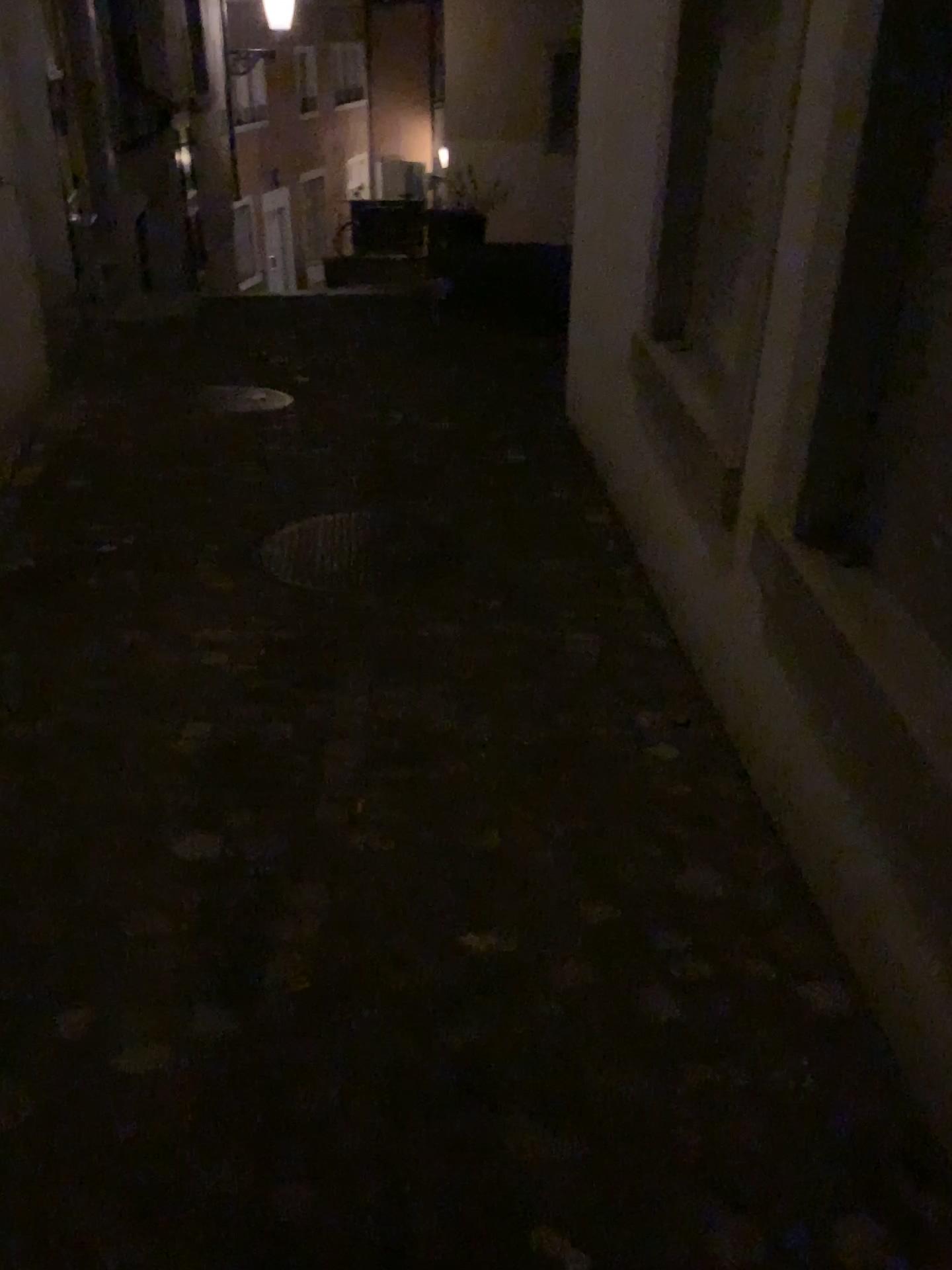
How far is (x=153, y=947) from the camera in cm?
186
